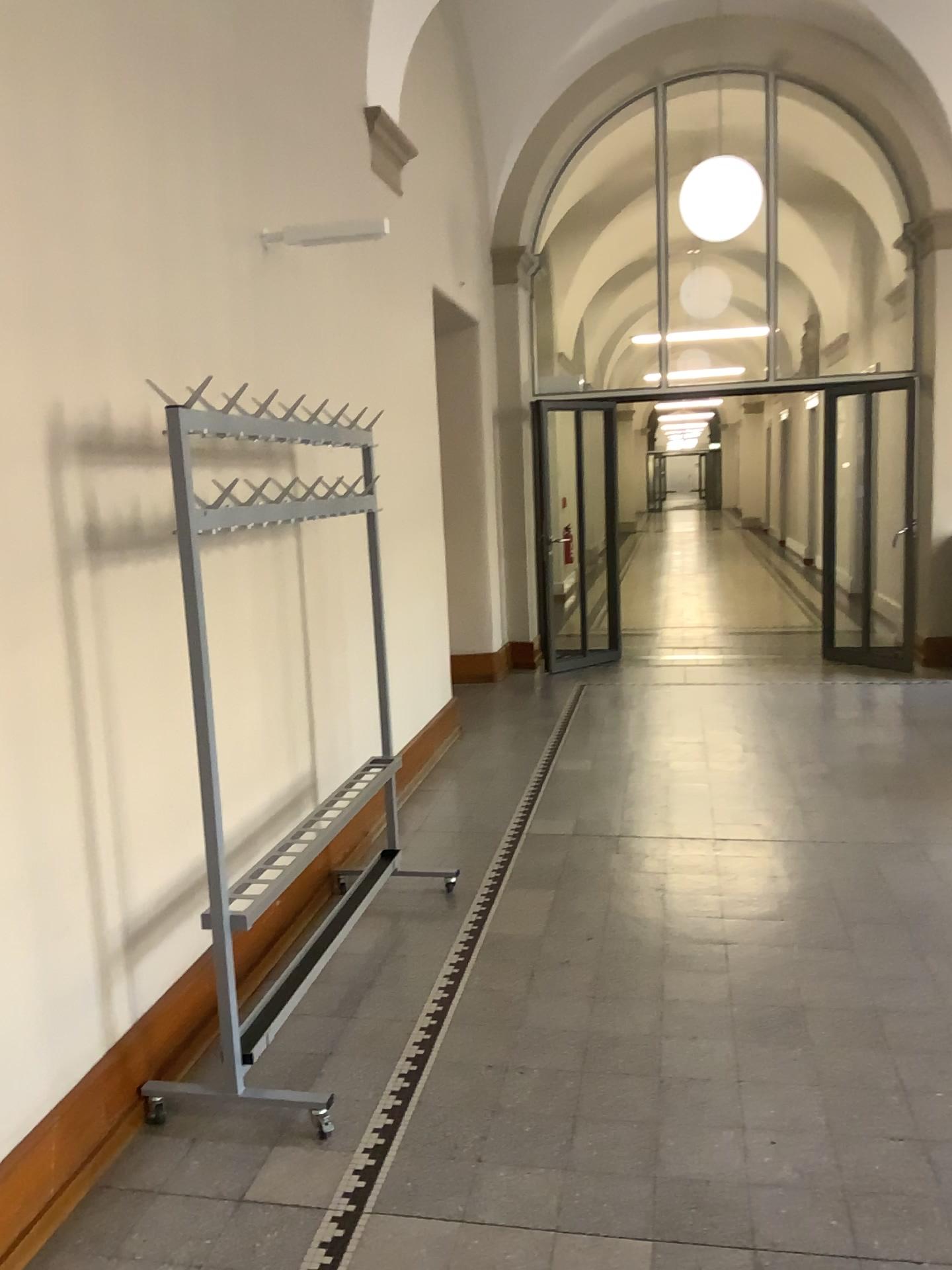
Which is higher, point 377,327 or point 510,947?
point 377,327
